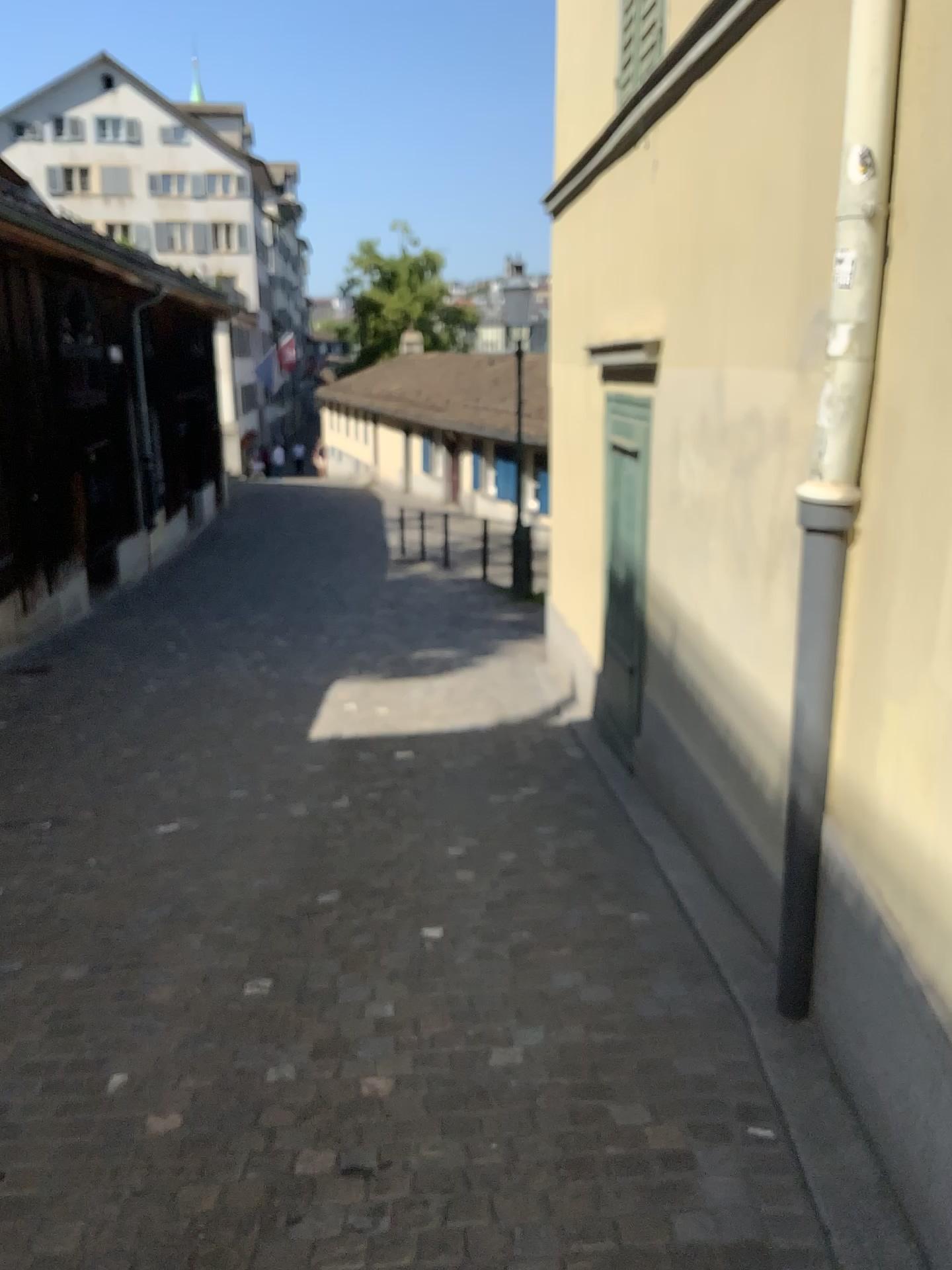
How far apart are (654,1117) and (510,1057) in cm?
45
